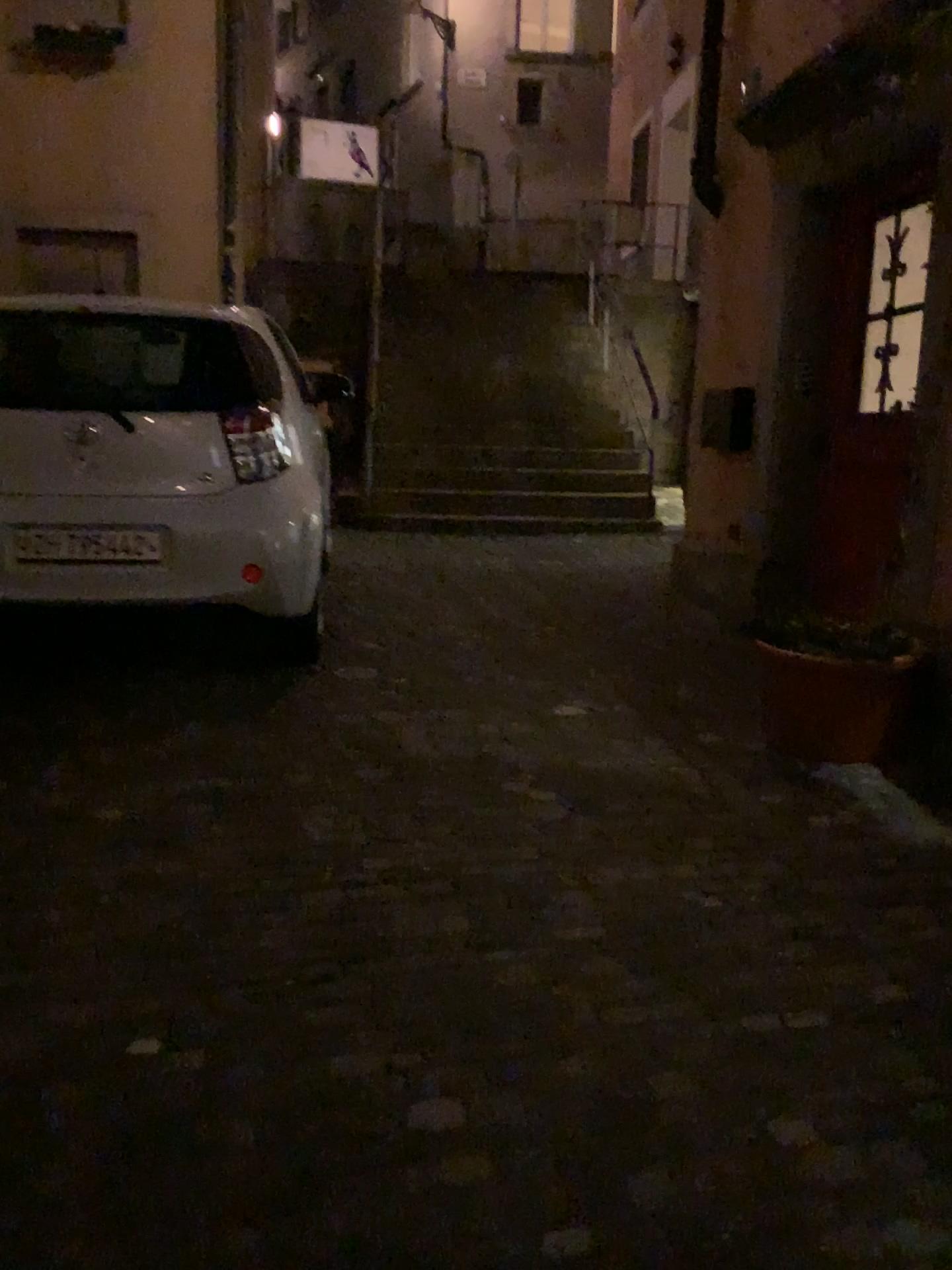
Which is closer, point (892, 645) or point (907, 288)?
point (892, 645)

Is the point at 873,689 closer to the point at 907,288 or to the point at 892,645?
the point at 892,645

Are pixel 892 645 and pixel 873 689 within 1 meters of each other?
yes

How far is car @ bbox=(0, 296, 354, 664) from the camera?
3.8 meters

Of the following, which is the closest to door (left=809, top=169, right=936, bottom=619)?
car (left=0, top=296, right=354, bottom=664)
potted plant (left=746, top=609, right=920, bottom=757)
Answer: potted plant (left=746, top=609, right=920, bottom=757)

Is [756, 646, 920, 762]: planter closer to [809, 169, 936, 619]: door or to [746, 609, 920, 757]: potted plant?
[746, 609, 920, 757]: potted plant

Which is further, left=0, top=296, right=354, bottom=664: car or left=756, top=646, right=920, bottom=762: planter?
left=0, top=296, right=354, bottom=664: car

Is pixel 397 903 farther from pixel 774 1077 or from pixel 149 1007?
pixel 774 1077

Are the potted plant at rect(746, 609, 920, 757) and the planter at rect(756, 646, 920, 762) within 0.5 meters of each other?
yes

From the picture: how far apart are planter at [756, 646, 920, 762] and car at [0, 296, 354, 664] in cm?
171
